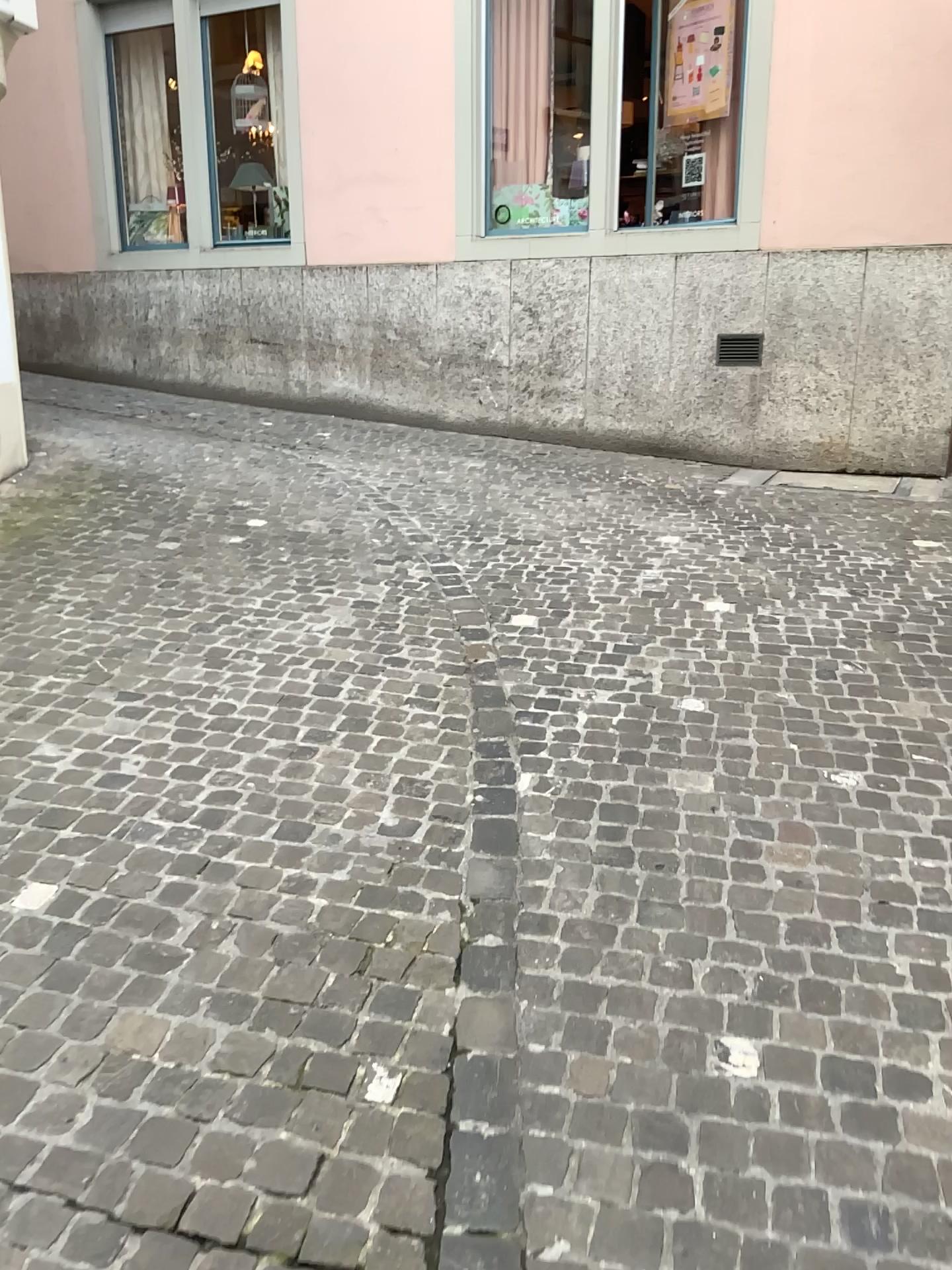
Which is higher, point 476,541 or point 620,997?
point 476,541
